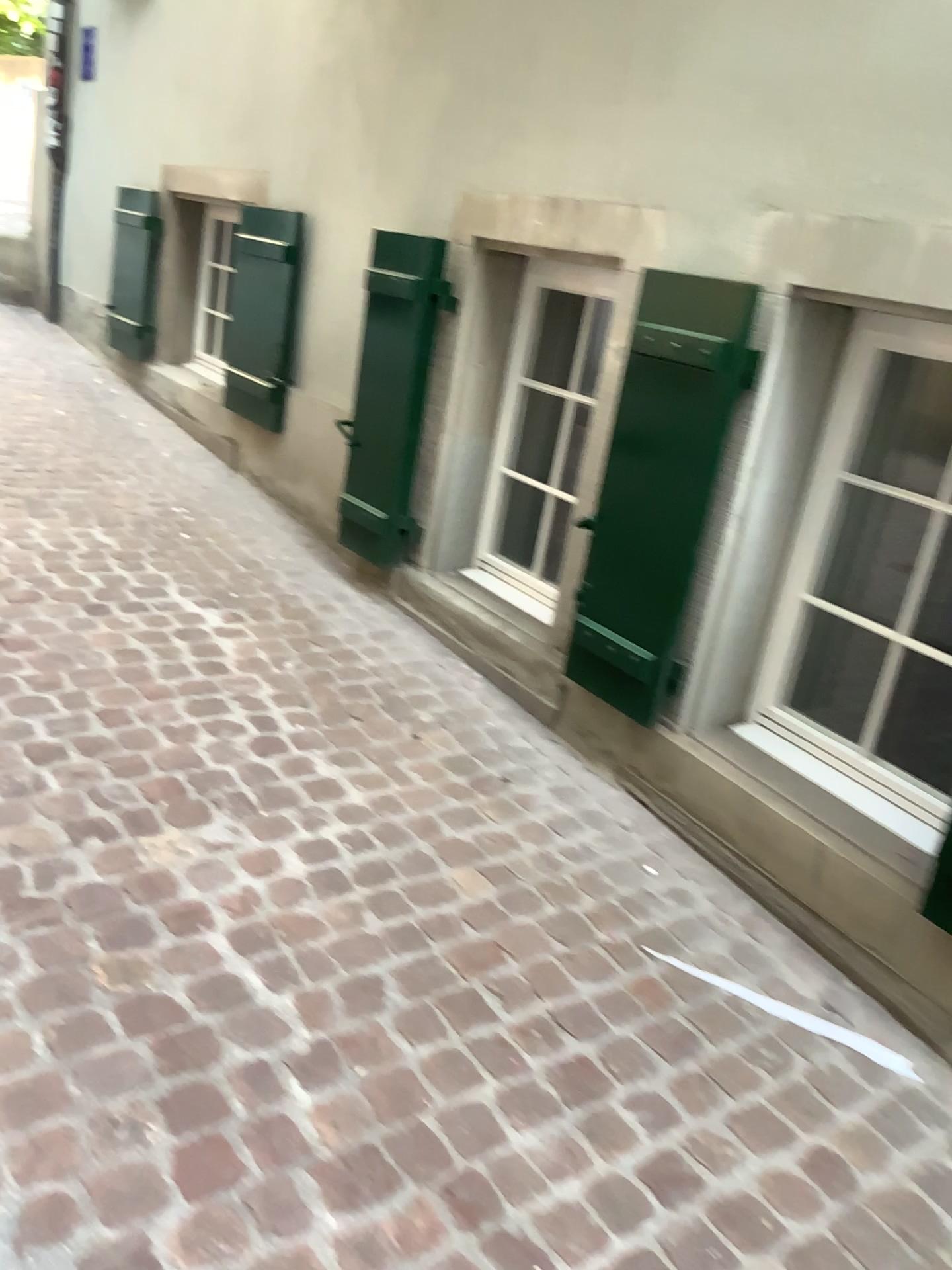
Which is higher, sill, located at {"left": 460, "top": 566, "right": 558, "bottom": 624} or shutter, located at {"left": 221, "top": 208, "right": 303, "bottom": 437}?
shutter, located at {"left": 221, "top": 208, "right": 303, "bottom": 437}

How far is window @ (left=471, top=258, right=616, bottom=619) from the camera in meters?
3.3 m

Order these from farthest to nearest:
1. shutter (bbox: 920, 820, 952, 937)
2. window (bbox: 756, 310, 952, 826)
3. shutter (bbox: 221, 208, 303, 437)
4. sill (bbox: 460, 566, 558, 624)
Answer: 1. shutter (bbox: 221, 208, 303, 437)
2. sill (bbox: 460, 566, 558, 624)
3. window (bbox: 756, 310, 952, 826)
4. shutter (bbox: 920, 820, 952, 937)

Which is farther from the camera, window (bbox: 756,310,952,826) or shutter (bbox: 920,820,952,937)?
window (bbox: 756,310,952,826)

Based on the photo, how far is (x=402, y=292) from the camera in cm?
329

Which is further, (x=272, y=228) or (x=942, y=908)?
(x=272, y=228)

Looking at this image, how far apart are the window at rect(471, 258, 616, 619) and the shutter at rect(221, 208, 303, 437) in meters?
1.2

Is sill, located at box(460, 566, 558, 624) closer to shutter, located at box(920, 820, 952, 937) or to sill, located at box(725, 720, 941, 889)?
sill, located at box(725, 720, 941, 889)

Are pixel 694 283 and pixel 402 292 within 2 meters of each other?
yes

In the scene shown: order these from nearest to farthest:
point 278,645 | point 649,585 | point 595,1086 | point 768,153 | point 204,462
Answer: point 595,1086, point 768,153, point 649,585, point 278,645, point 204,462
